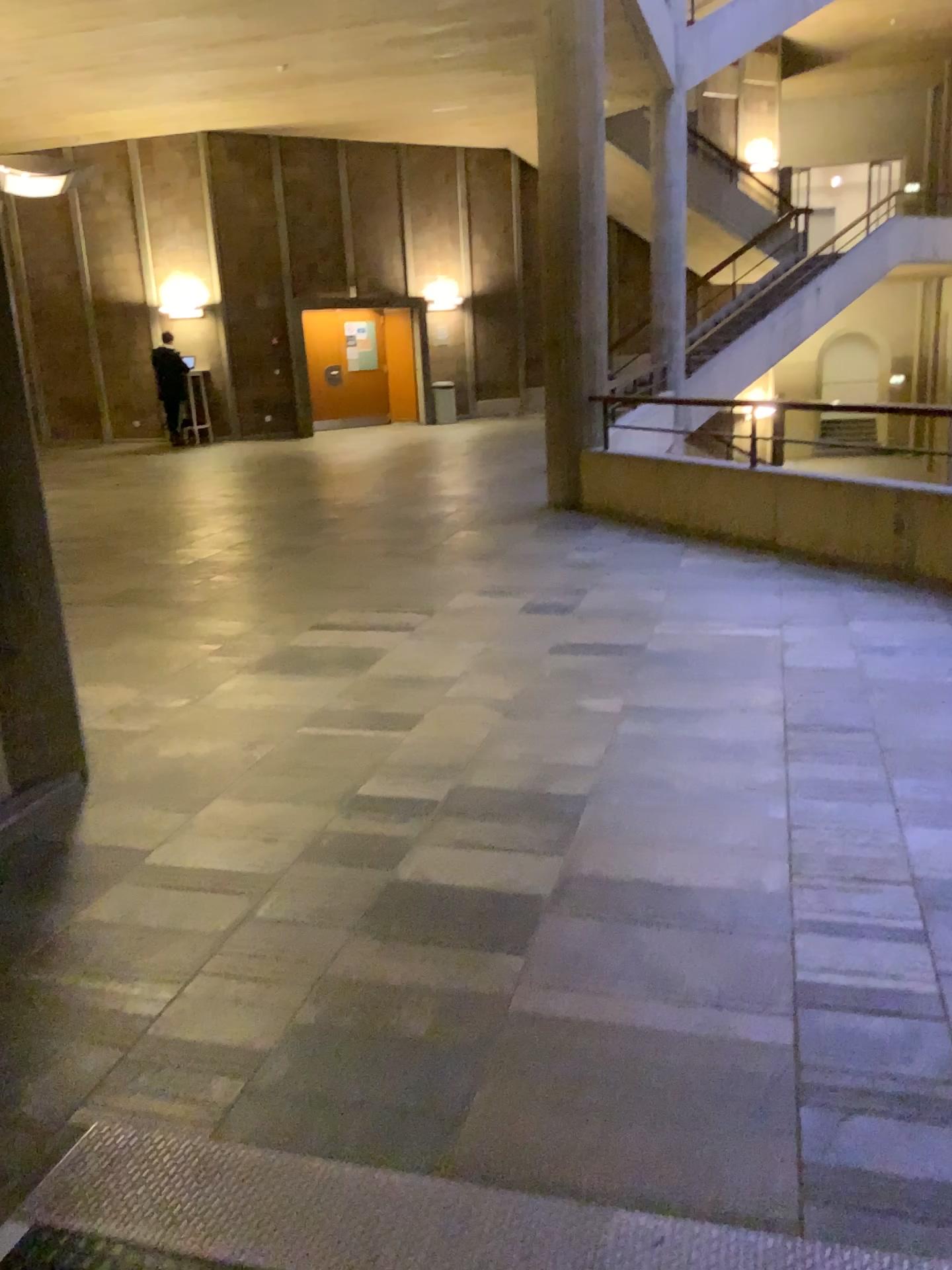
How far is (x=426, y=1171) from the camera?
1.9 meters
